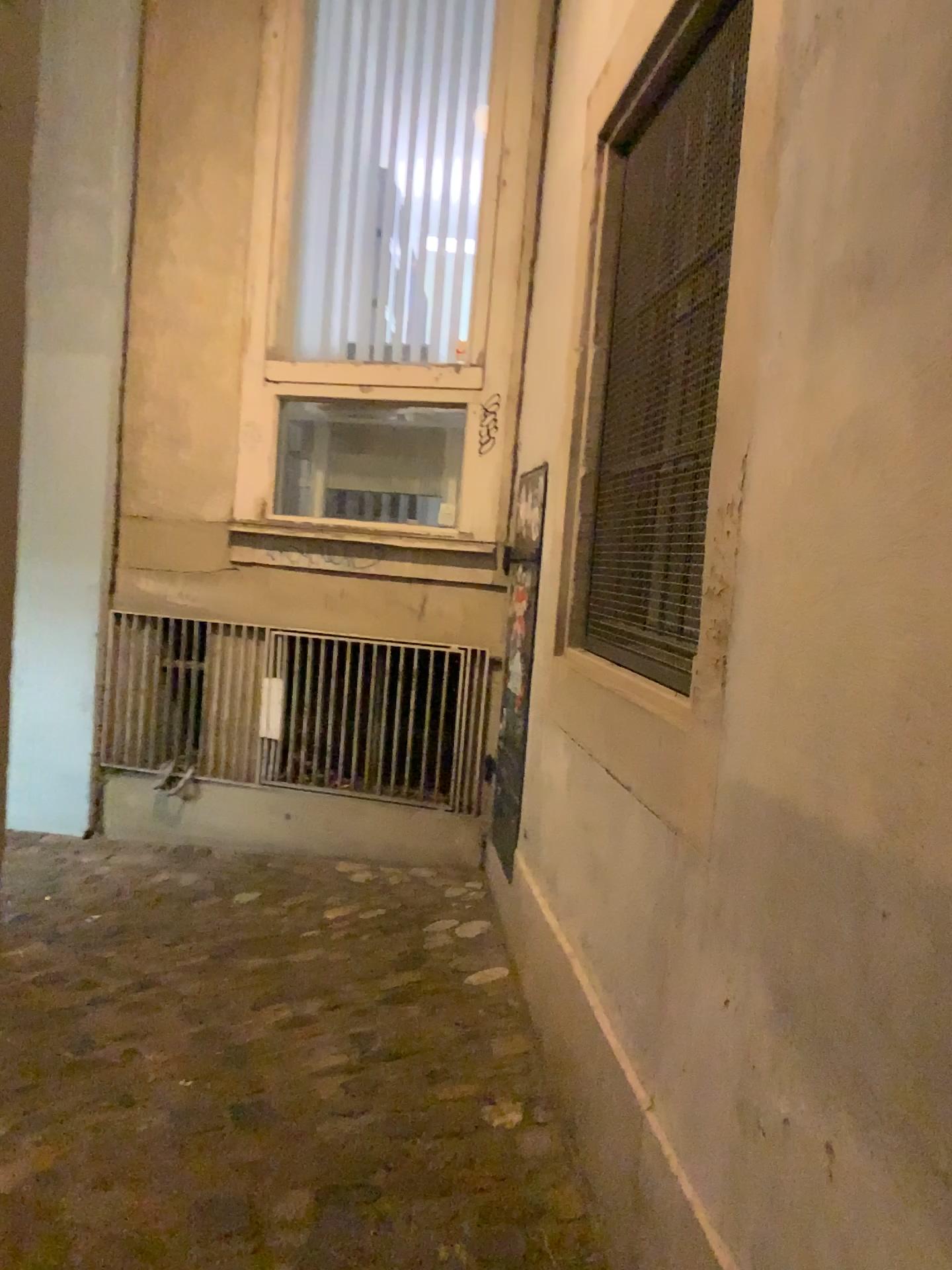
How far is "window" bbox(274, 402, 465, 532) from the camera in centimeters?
396cm

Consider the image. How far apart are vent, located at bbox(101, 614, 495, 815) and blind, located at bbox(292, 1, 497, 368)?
1.16m

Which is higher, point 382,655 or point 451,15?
point 451,15

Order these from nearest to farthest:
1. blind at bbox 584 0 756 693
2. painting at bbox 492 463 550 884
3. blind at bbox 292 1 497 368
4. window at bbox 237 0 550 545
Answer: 1. blind at bbox 584 0 756 693
2. painting at bbox 492 463 550 884
3. window at bbox 237 0 550 545
4. blind at bbox 292 1 497 368

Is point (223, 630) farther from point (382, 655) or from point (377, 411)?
point (377, 411)

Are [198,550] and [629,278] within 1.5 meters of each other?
no

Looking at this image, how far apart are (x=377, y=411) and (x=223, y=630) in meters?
1.0 m

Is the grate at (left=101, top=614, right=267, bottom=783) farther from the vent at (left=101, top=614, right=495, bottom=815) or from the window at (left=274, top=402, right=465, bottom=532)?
the window at (left=274, top=402, right=465, bottom=532)

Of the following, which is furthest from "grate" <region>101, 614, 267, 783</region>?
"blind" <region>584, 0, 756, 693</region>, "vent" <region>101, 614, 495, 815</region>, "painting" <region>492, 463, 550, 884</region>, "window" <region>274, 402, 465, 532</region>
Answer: "blind" <region>584, 0, 756, 693</region>

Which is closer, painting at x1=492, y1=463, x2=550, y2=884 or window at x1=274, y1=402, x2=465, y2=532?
painting at x1=492, y1=463, x2=550, y2=884
